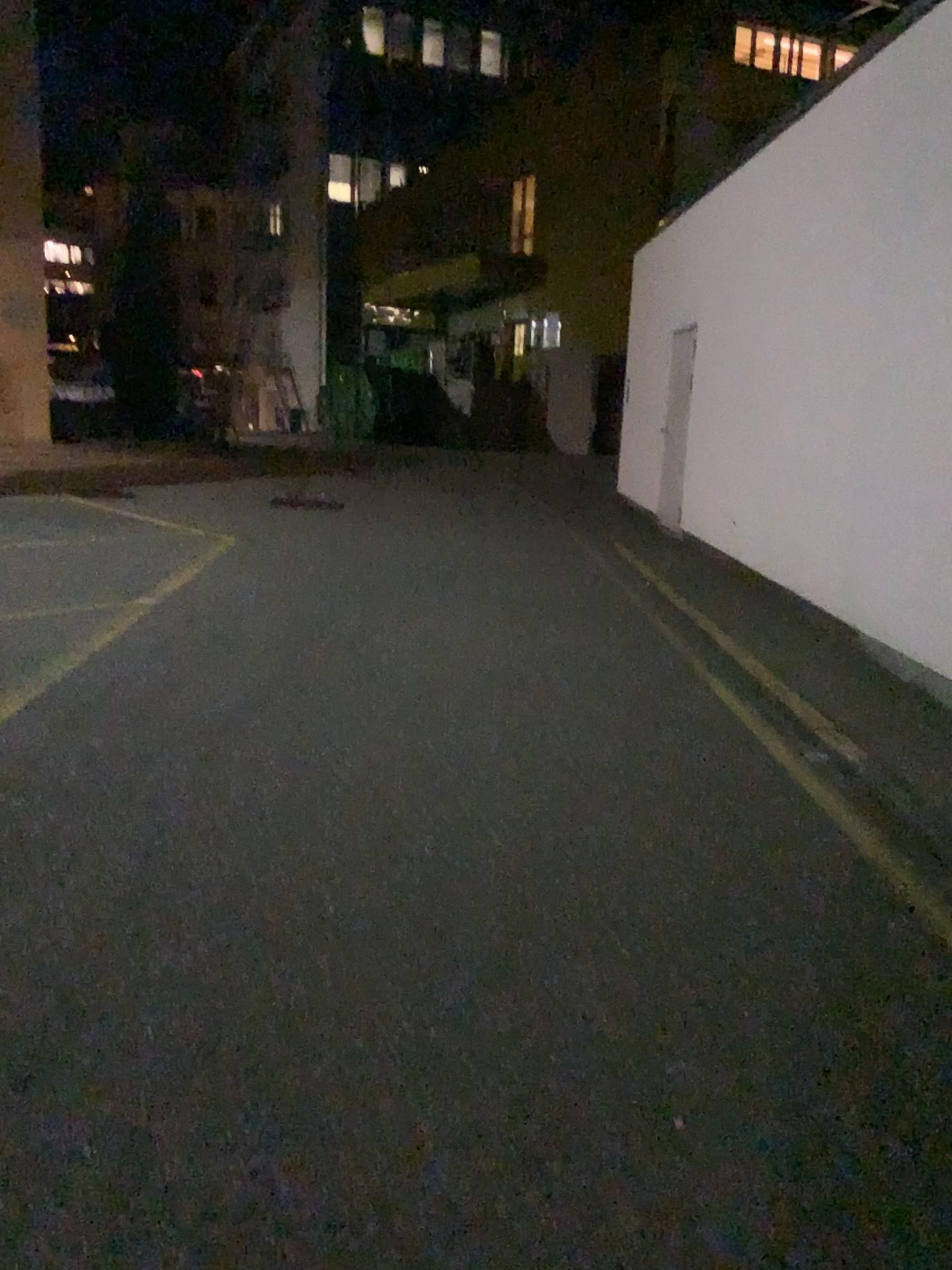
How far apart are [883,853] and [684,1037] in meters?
1.5 m
